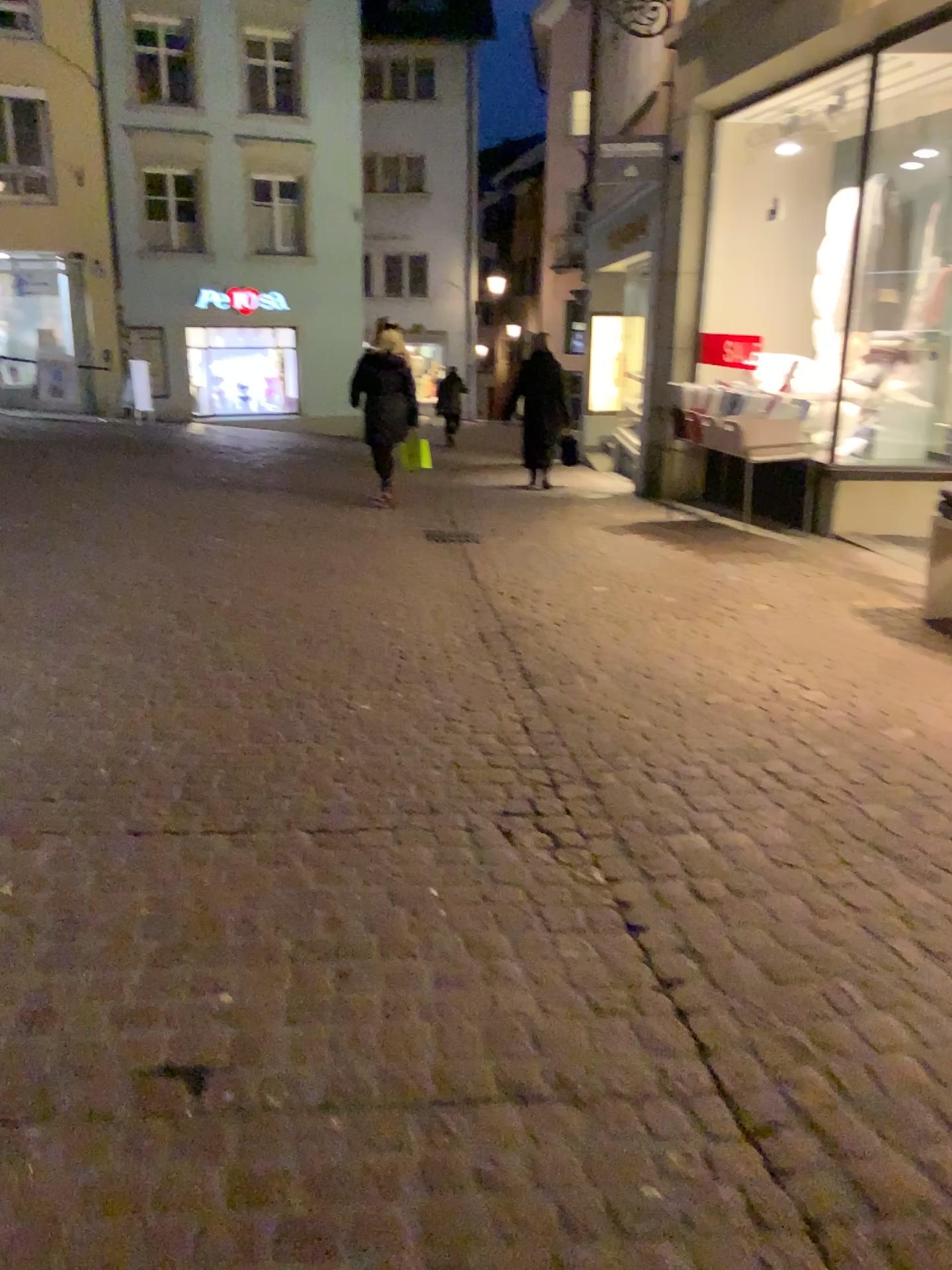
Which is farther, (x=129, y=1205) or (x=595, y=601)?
(x=595, y=601)
